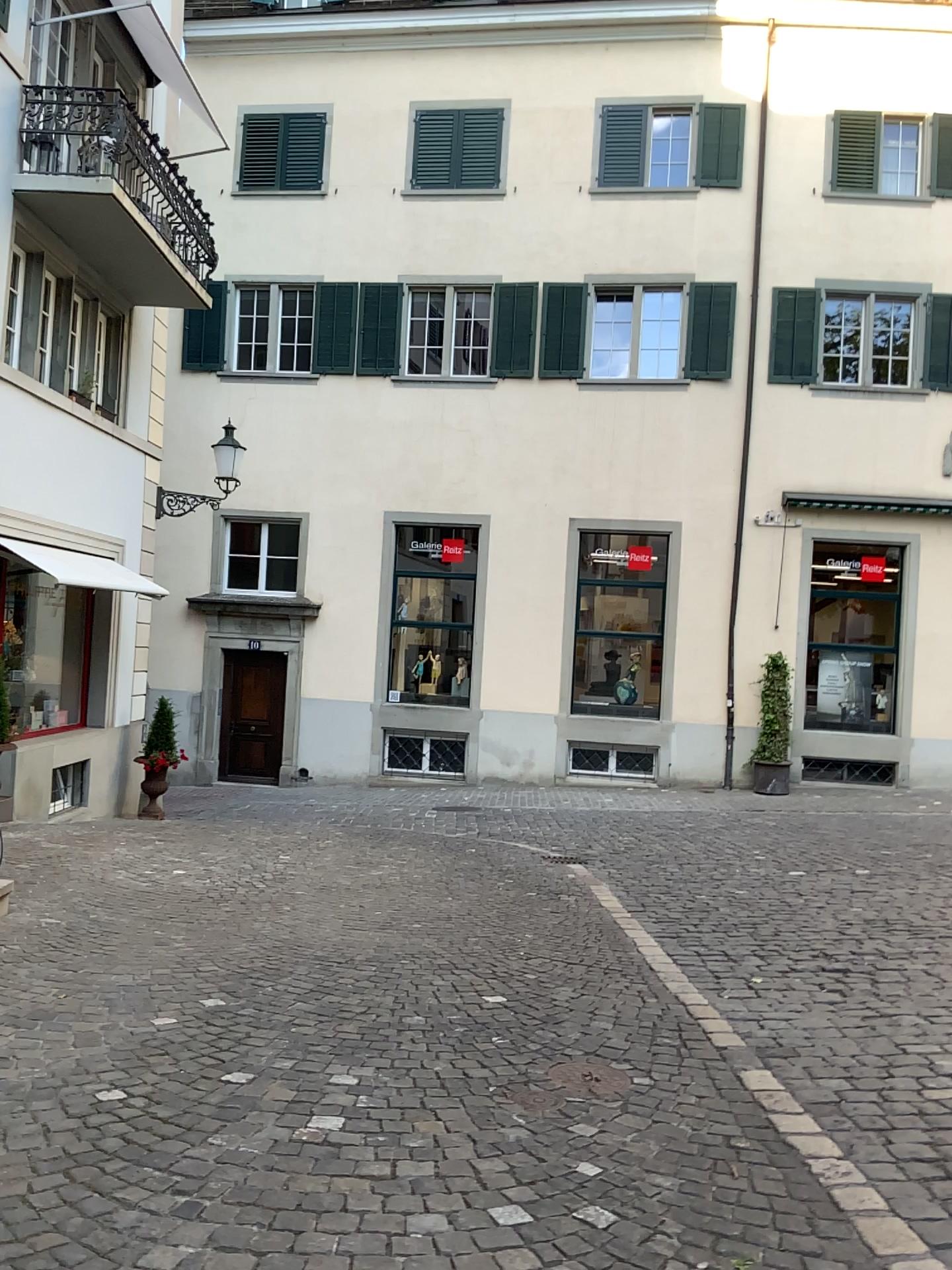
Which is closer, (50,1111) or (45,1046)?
(50,1111)
